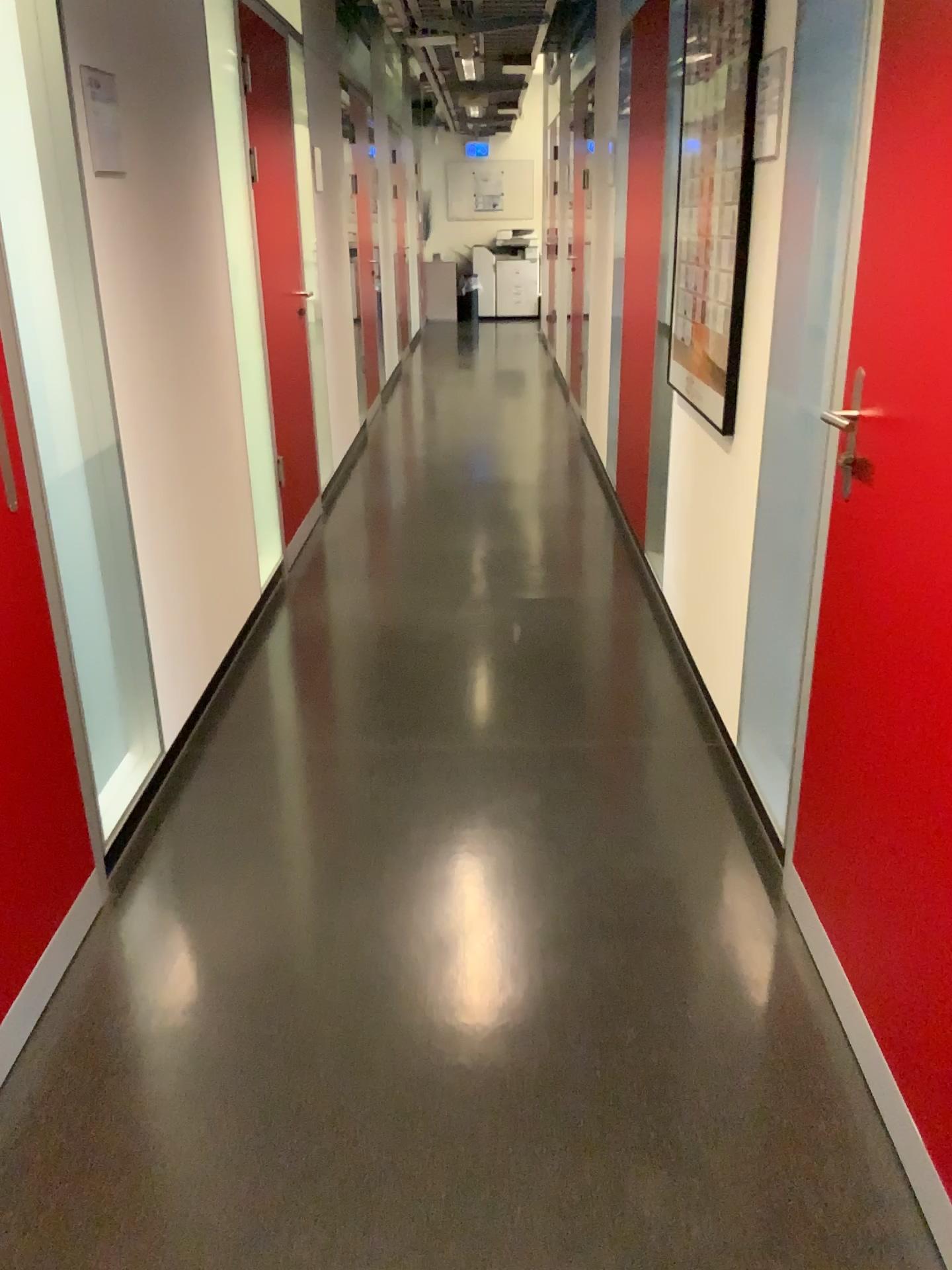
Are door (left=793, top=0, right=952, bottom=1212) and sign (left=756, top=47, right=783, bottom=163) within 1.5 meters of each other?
yes

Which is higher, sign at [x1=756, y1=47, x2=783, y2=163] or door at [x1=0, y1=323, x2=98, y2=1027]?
sign at [x1=756, y1=47, x2=783, y2=163]

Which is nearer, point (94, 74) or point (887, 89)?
point (887, 89)

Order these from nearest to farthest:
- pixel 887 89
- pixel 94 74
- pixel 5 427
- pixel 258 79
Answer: Answer: pixel 887 89 → pixel 5 427 → pixel 94 74 → pixel 258 79

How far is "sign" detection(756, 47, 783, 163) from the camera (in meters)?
2.37

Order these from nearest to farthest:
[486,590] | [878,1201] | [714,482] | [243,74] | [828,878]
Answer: [878,1201] < [828,878] < [714,482] < [243,74] < [486,590]

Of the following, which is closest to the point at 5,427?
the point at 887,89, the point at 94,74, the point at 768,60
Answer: the point at 94,74

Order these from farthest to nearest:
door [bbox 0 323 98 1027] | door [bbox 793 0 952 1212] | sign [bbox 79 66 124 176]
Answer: sign [bbox 79 66 124 176] → door [bbox 0 323 98 1027] → door [bbox 793 0 952 1212]

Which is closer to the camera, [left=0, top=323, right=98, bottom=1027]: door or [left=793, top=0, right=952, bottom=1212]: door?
[left=793, top=0, right=952, bottom=1212]: door

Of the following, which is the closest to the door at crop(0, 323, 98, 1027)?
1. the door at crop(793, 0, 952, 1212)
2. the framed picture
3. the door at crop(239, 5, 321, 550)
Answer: the door at crop(793, 0, 952, 1212)
